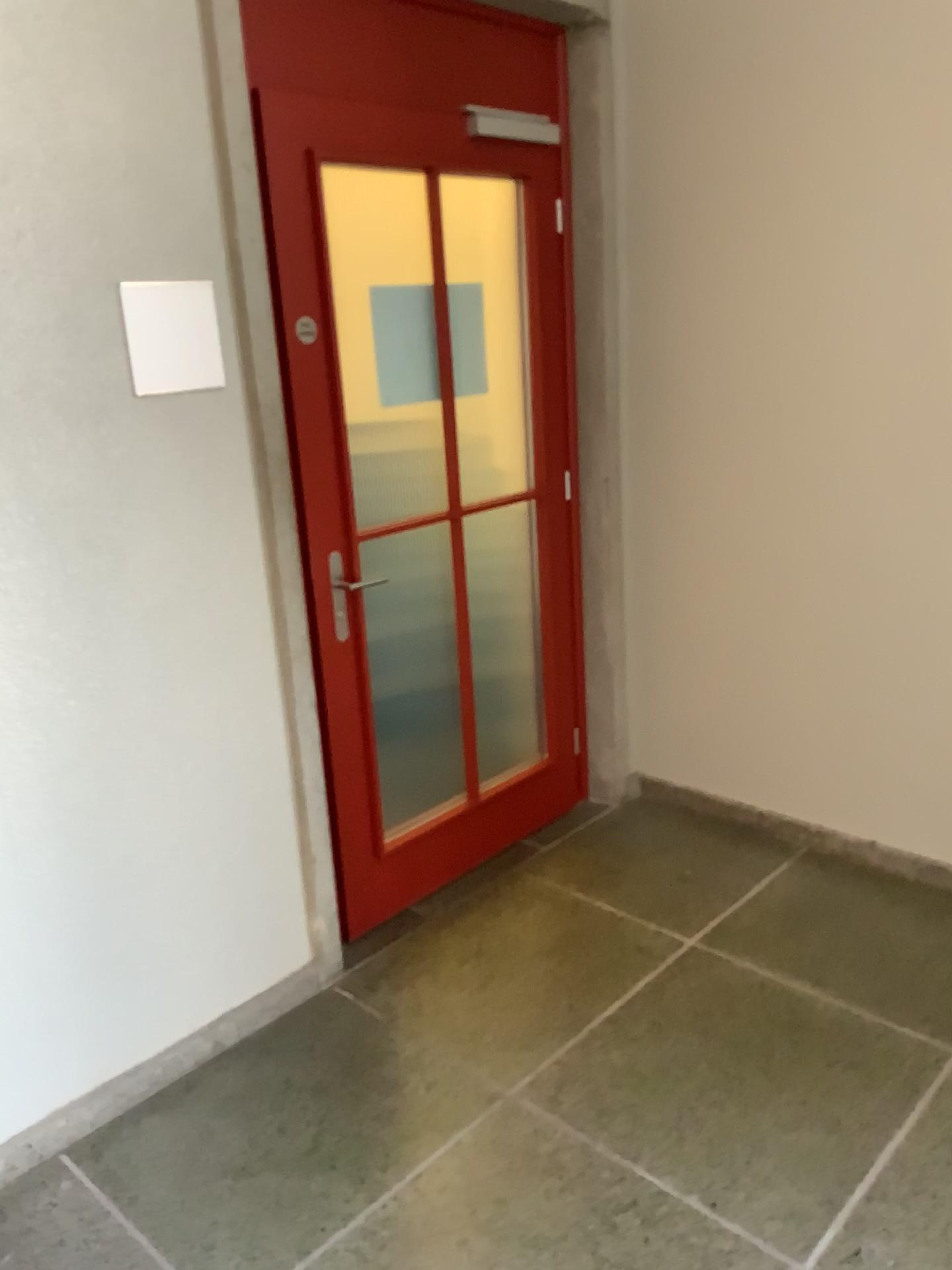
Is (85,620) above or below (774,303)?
below
